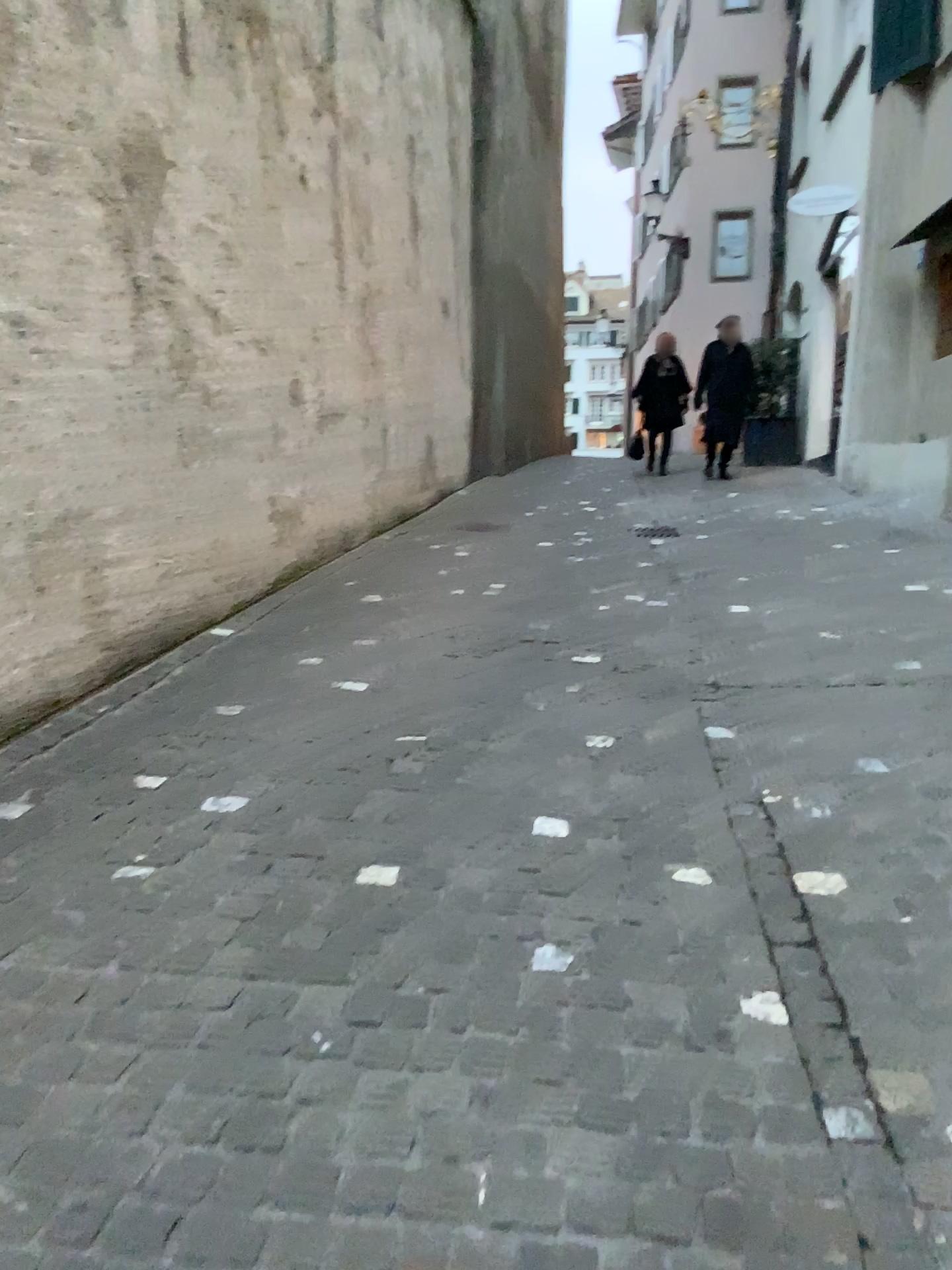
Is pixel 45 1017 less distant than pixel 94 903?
Yes
